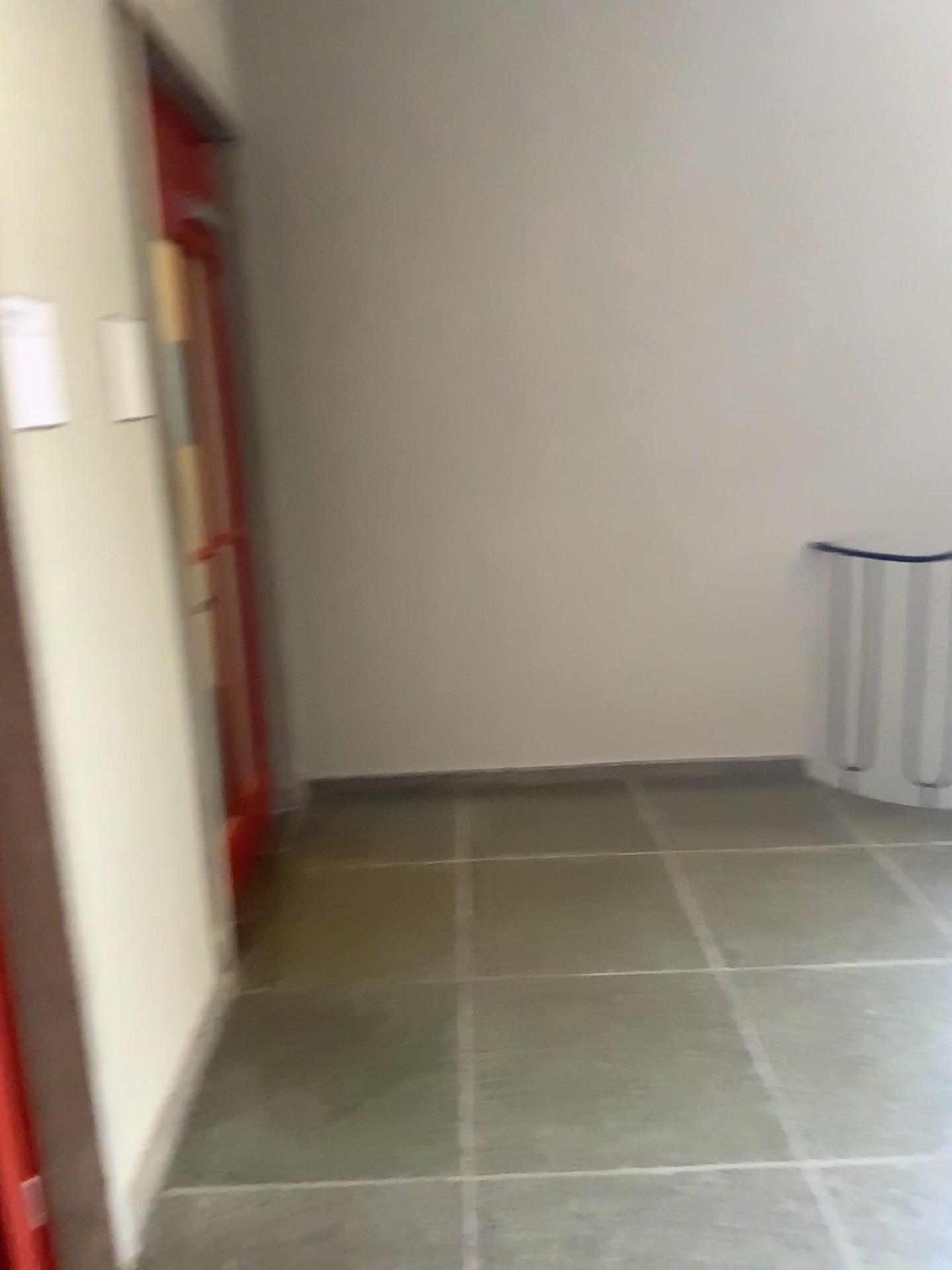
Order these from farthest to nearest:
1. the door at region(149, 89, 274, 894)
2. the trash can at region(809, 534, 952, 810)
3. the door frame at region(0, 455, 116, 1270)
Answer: the trash can at region(809, 534, 952, 810) → the door at region(149, 89, 274, 894) → the door frame at region(0, 455, 116, 1270)

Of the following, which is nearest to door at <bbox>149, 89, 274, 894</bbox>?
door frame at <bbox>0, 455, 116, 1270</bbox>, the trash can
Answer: door frame at <bbox>0, 455, 116, 1270</bbox>

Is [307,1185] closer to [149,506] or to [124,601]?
[124,601]

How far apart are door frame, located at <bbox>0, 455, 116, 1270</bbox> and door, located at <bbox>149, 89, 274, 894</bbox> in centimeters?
145cm

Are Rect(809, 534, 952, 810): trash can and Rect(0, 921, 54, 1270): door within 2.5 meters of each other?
Result: no

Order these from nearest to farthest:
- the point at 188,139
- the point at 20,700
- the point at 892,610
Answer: the point at 20,700 → the point at 188,139 → the point at 892,610

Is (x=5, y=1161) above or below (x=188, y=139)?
below

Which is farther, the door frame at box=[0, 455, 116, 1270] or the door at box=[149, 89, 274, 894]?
the door at box=[149, 89, 274, 894]

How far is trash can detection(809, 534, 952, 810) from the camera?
3.9 meters

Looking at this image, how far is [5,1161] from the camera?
1.7 meters
